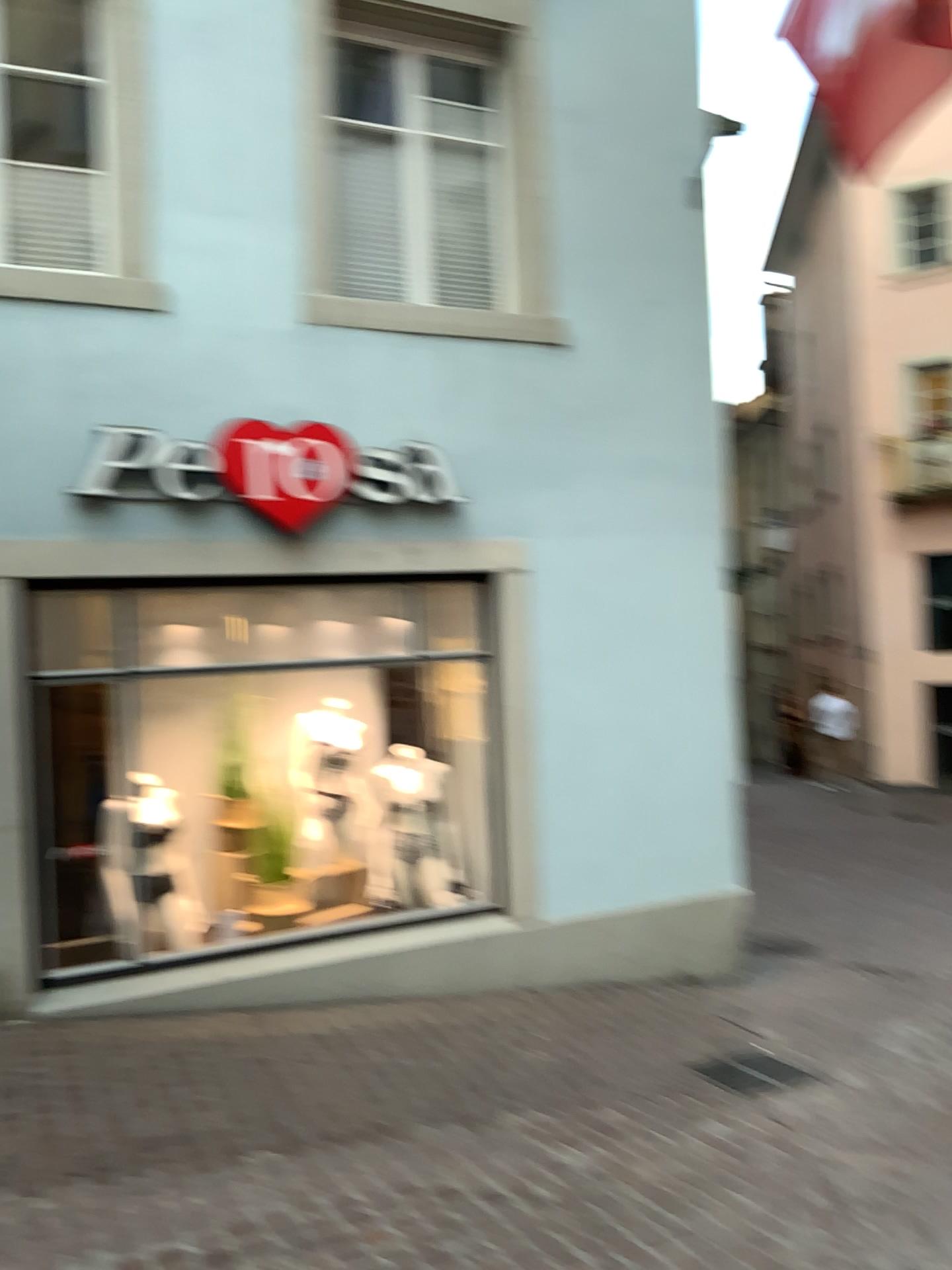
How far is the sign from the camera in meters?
4.7 m

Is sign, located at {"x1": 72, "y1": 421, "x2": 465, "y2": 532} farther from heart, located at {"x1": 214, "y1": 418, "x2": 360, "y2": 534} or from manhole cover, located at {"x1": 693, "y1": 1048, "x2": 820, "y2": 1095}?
manhole cover, located at {"x1": 693, "y1": 1048, "x2": 820, "y2": 1095}

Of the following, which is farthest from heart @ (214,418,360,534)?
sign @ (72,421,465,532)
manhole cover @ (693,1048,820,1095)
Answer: manhole cover @ (693,1048,820,1095)

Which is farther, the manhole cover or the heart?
the heart

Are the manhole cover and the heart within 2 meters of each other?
no

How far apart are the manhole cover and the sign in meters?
3.0

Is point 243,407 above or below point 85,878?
above

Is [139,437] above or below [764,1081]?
above

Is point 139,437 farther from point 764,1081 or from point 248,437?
point 764,1081

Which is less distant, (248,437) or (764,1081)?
(764,1081)
